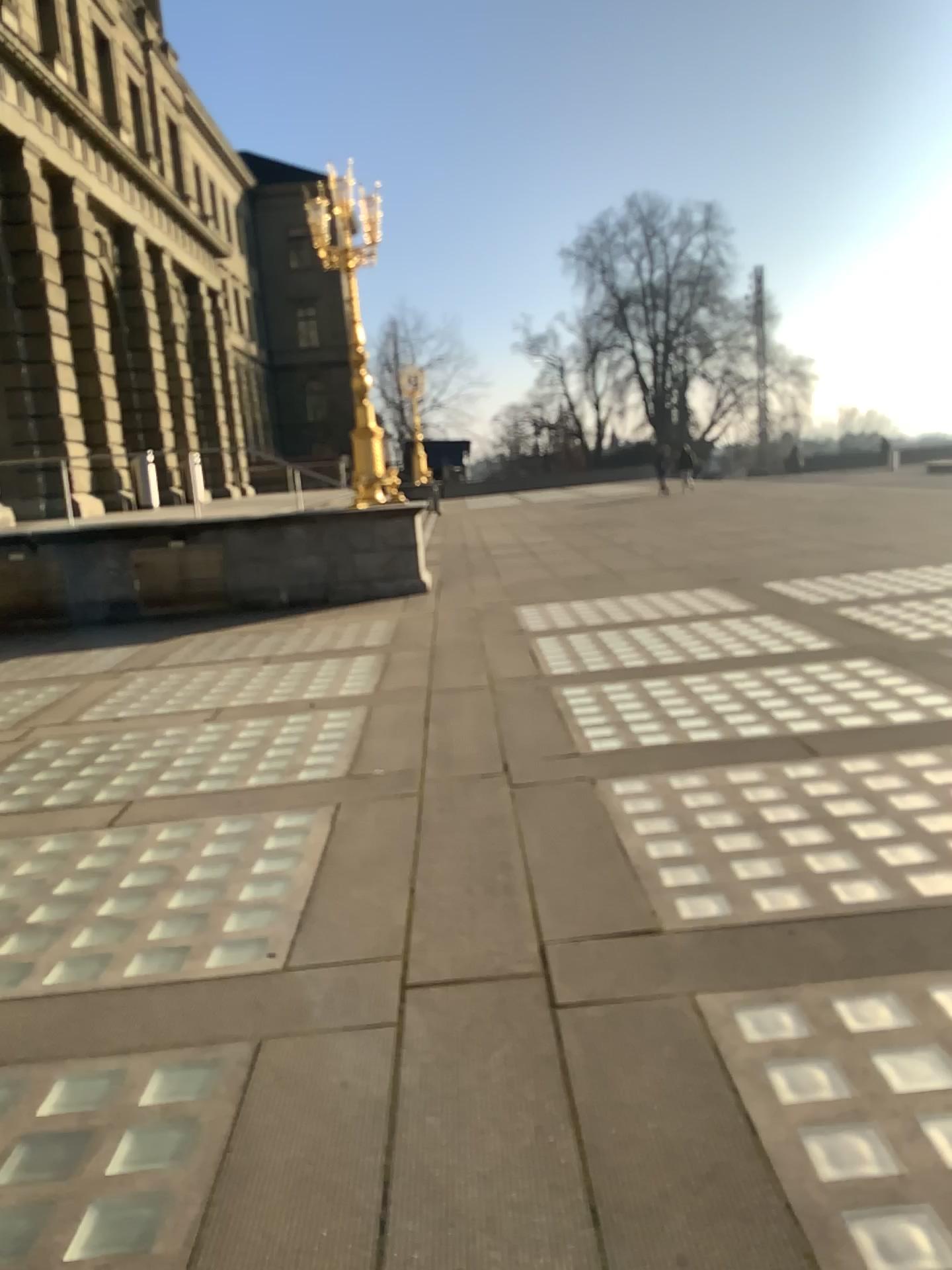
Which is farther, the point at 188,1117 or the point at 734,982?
the point at 734,982
